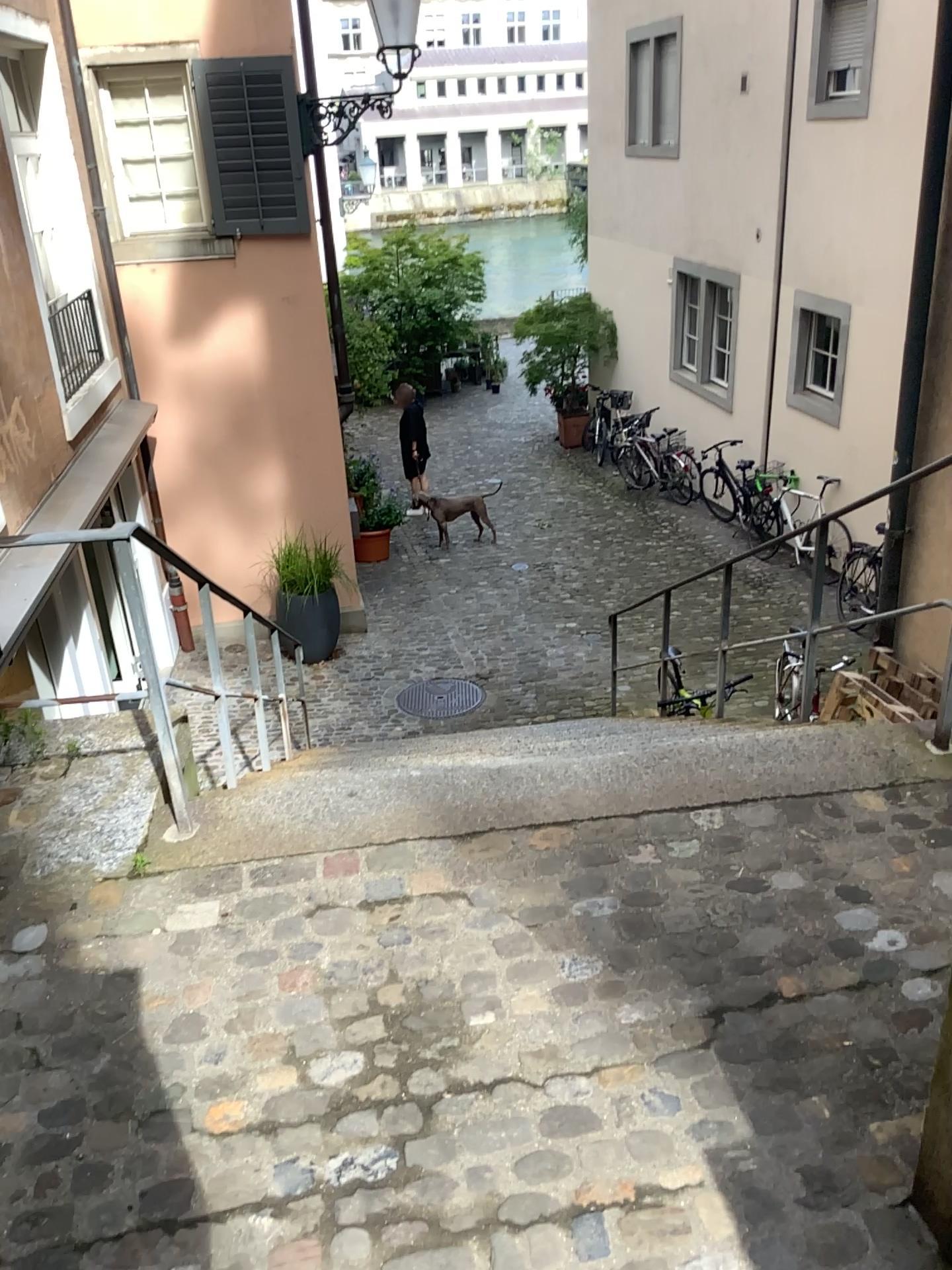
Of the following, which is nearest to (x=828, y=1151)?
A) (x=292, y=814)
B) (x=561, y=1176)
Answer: (x=561, y=1176)
